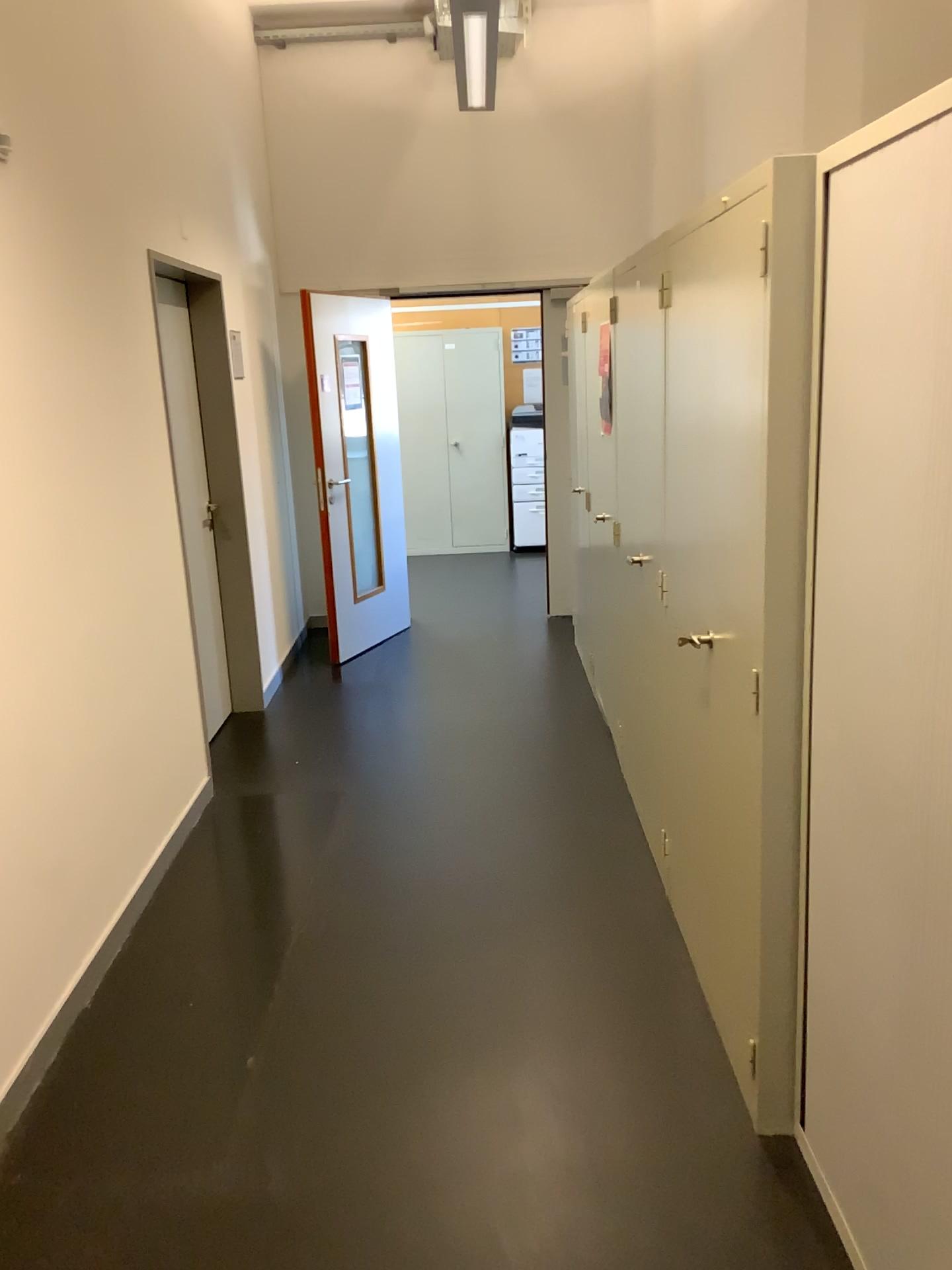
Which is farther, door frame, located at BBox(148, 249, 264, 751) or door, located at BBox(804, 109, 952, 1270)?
door frame, located at BBox(148, 249, 264, 751)

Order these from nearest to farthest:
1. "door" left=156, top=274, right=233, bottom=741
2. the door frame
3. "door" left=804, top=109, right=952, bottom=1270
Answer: "door" left=804, top=109, right=952, bottom=1270 < "door" left=156, top=274, right=233, bottom=741 < the door frame

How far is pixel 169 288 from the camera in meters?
4.2 m

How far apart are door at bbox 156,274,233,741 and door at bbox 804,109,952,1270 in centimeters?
287cm

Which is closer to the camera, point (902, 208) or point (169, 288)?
point (902, 208)

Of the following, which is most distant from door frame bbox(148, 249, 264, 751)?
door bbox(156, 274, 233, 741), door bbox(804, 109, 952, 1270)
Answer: door bbox(804, 109, 952, 1270)

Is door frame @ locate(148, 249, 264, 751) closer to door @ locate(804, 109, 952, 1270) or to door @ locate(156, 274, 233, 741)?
door @ locate(156, 274, 233, 741)

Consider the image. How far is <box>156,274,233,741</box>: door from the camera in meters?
4.2

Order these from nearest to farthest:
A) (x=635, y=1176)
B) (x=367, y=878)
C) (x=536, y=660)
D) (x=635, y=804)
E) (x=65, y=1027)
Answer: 1. (x=635, y=1176)
2. (x=65, y=1027)
3. (x=367, y=878)
4. (x=635, y=804)
5. (x=536, y=660)

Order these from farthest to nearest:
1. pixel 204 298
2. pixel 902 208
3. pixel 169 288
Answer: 1. pixel 204 298
2. pixel 169 288
3. pixel 902 208
